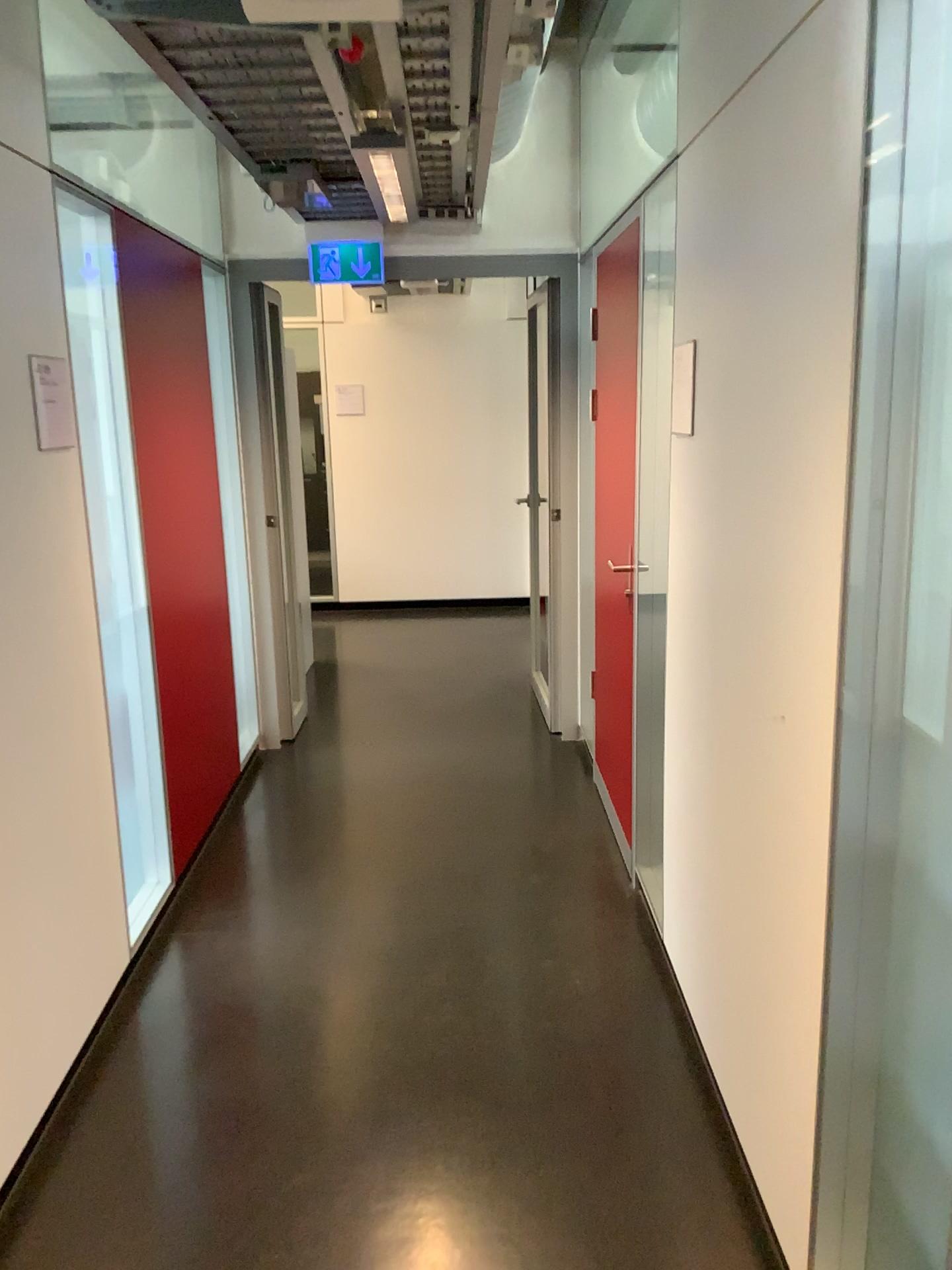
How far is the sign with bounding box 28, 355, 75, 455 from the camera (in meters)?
2.33

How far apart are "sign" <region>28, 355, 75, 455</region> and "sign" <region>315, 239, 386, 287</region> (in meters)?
2.33

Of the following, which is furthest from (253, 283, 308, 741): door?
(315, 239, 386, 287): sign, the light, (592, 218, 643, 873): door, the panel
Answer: (592, 218, 643, 873): door

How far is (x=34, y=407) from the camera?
2.3m

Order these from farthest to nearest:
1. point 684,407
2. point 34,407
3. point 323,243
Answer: point 323,243 < point 684,407 < point 34,407

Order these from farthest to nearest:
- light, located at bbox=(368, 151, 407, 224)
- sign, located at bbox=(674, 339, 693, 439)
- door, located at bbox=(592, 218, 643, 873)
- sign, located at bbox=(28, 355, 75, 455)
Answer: door, located at bbox=(592, 218, 643, 873) < light, located at bbox=(368, 151, 407, 224) < sign, located at bbox=(674, 339, 693, 439) < sign, located at bbox=(28, 355, 75, 455)

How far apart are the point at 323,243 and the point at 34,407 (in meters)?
2.43

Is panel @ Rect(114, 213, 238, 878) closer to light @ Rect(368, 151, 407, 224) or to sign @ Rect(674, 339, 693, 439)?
light @ Rect(368, 151, 407, 224)

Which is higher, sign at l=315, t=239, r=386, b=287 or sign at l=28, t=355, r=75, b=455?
sign at l=315, t=239, r=386, b=287

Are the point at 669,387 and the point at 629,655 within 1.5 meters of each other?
yes
